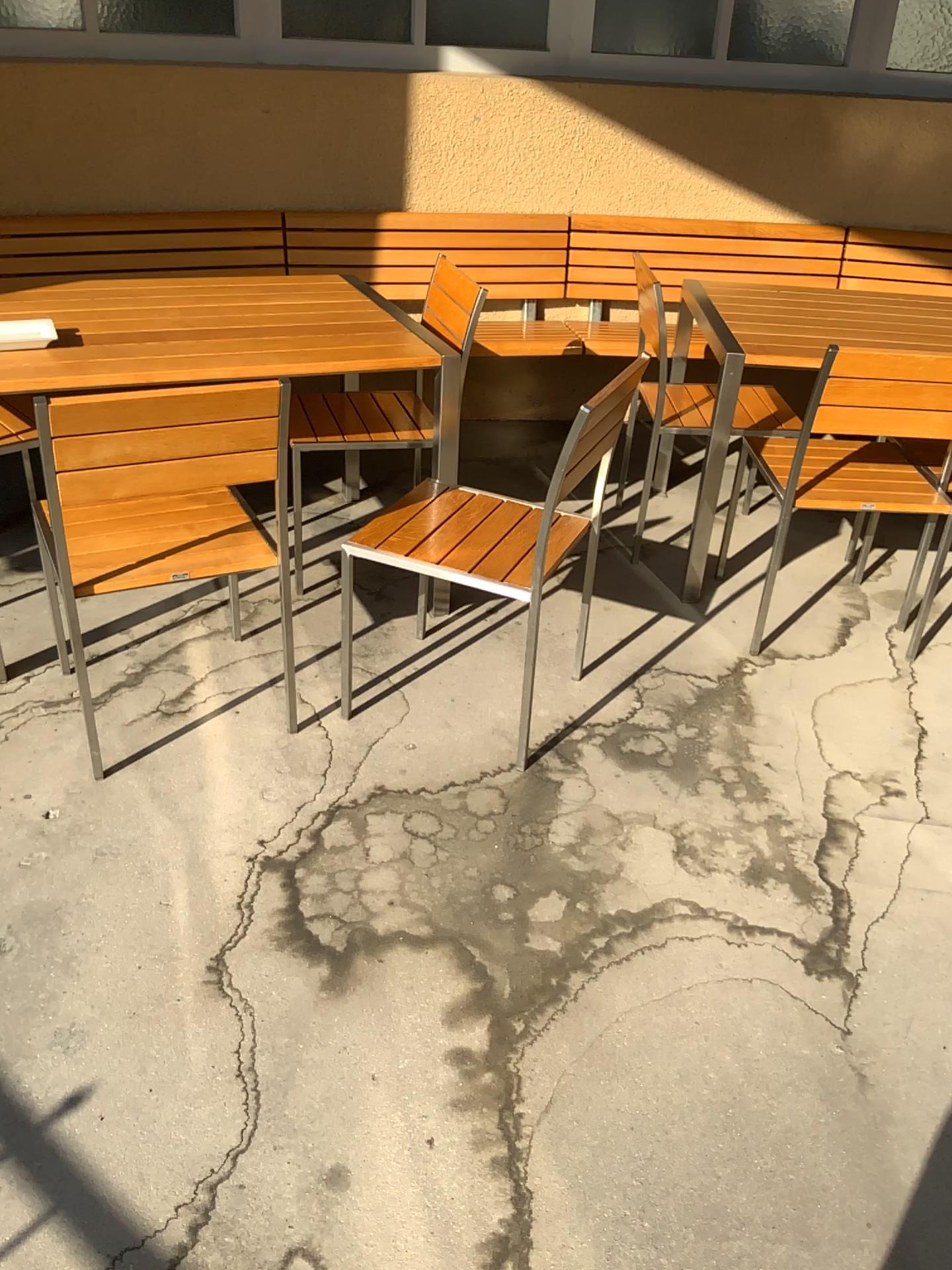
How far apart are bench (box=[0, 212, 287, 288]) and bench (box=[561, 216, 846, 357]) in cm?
111

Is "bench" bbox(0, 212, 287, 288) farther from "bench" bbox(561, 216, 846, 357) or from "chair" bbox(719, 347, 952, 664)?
"chair" bbox(719, 347, 952, 664)

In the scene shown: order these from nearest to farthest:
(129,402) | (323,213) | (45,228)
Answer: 1. (129,402)
2. (45,228)
3. (323,213)

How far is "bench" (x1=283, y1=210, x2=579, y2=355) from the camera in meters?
3.9

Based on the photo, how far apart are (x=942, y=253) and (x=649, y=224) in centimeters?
115cm

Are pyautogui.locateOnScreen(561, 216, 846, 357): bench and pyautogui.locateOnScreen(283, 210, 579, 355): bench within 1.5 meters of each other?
yes

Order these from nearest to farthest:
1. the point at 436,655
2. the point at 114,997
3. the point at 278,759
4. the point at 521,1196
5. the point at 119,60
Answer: the point at 521,1196, the point at 114,997, the point at 278,759, the point at 436,655, the point at 119,60

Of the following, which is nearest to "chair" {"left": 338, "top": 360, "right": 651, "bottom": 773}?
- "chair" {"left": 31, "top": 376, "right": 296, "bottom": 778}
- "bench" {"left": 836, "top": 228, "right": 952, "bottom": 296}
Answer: "chair" {"left": 31, "top": 376, "right": 296, "bottom": 778}

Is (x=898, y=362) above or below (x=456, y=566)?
above

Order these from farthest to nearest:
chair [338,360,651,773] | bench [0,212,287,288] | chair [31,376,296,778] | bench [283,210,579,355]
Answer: bench [283,210,579,355] → bench [0,212,287,288] → chair [338,360,651,773] → chair [31,376,296,778]
